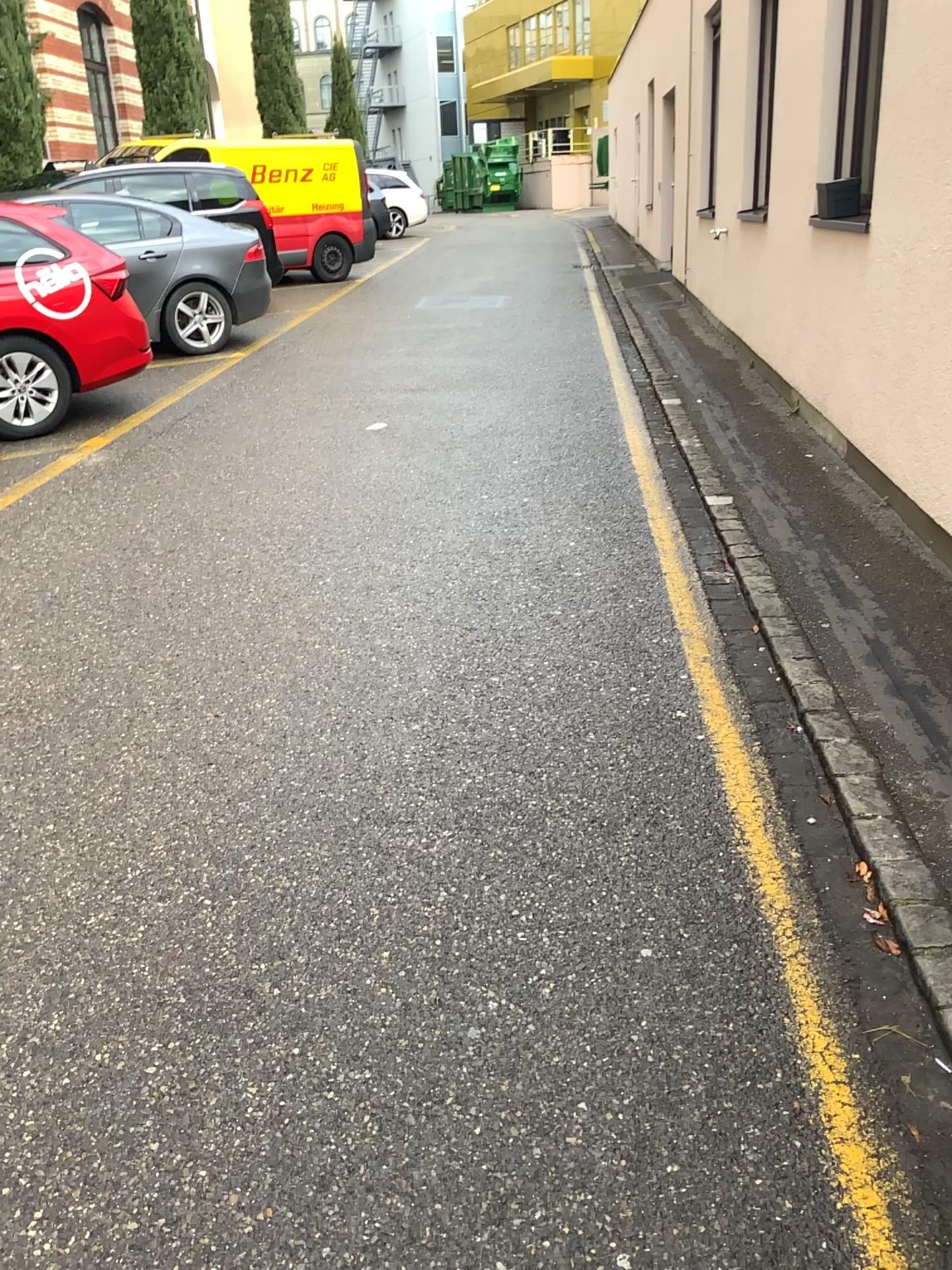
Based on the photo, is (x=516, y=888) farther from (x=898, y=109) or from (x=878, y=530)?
(x=898, y=109)
